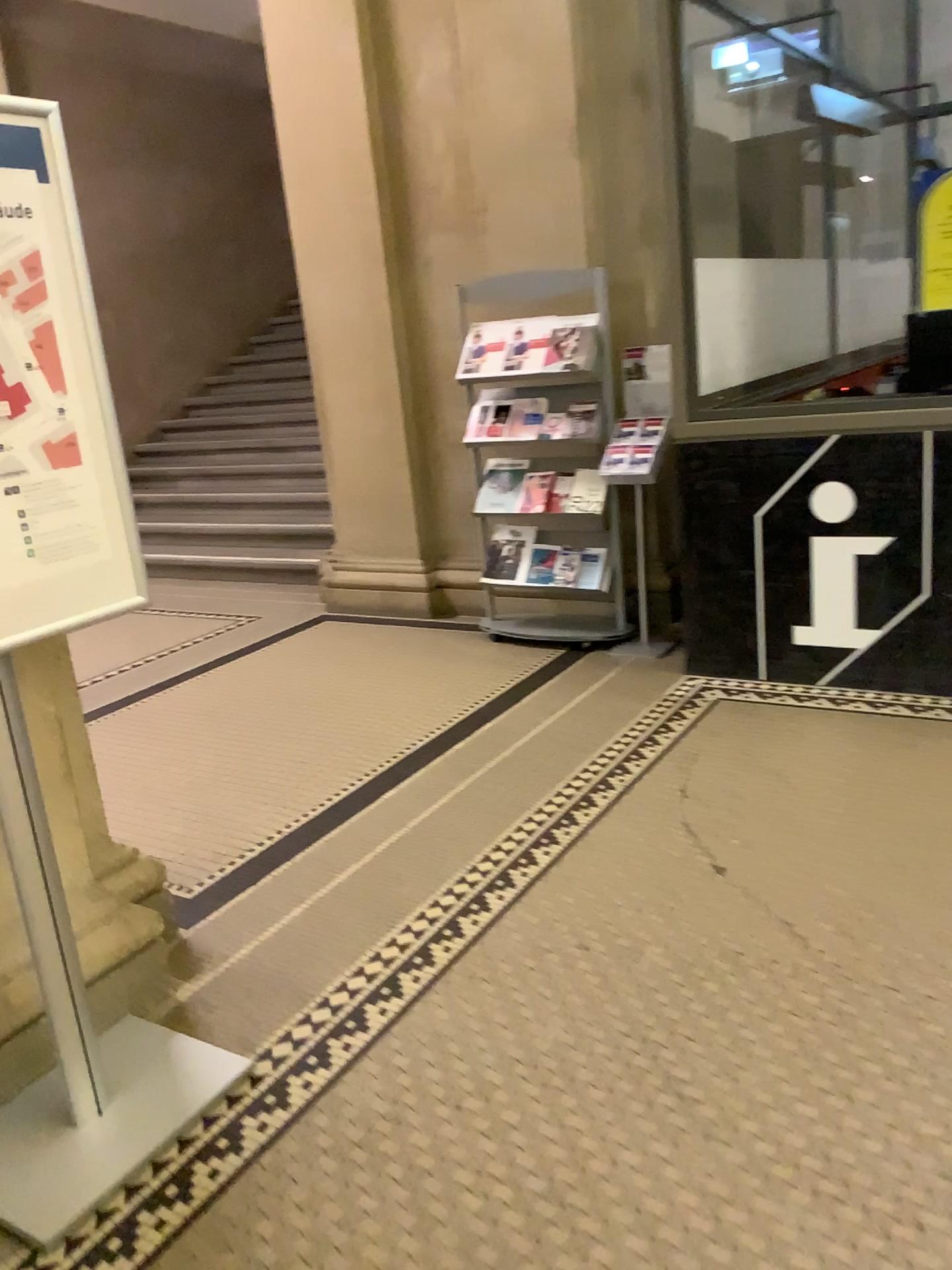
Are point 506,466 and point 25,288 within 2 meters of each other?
no

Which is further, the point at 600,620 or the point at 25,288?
the point at 600,620

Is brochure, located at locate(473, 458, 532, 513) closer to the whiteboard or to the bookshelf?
the bookshelf

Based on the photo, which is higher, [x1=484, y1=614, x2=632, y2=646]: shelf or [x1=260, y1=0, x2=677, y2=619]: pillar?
[x1=260, y1=0, x2=677, y2=619]: pillar

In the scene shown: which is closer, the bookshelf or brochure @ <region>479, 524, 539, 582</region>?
the bookshelf

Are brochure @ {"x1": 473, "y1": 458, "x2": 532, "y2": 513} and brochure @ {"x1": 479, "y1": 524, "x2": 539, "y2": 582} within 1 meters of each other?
yes

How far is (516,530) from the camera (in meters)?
4.81

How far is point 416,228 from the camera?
5.1m

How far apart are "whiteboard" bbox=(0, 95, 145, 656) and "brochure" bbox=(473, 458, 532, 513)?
2.89m

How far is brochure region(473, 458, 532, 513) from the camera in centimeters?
465cm
